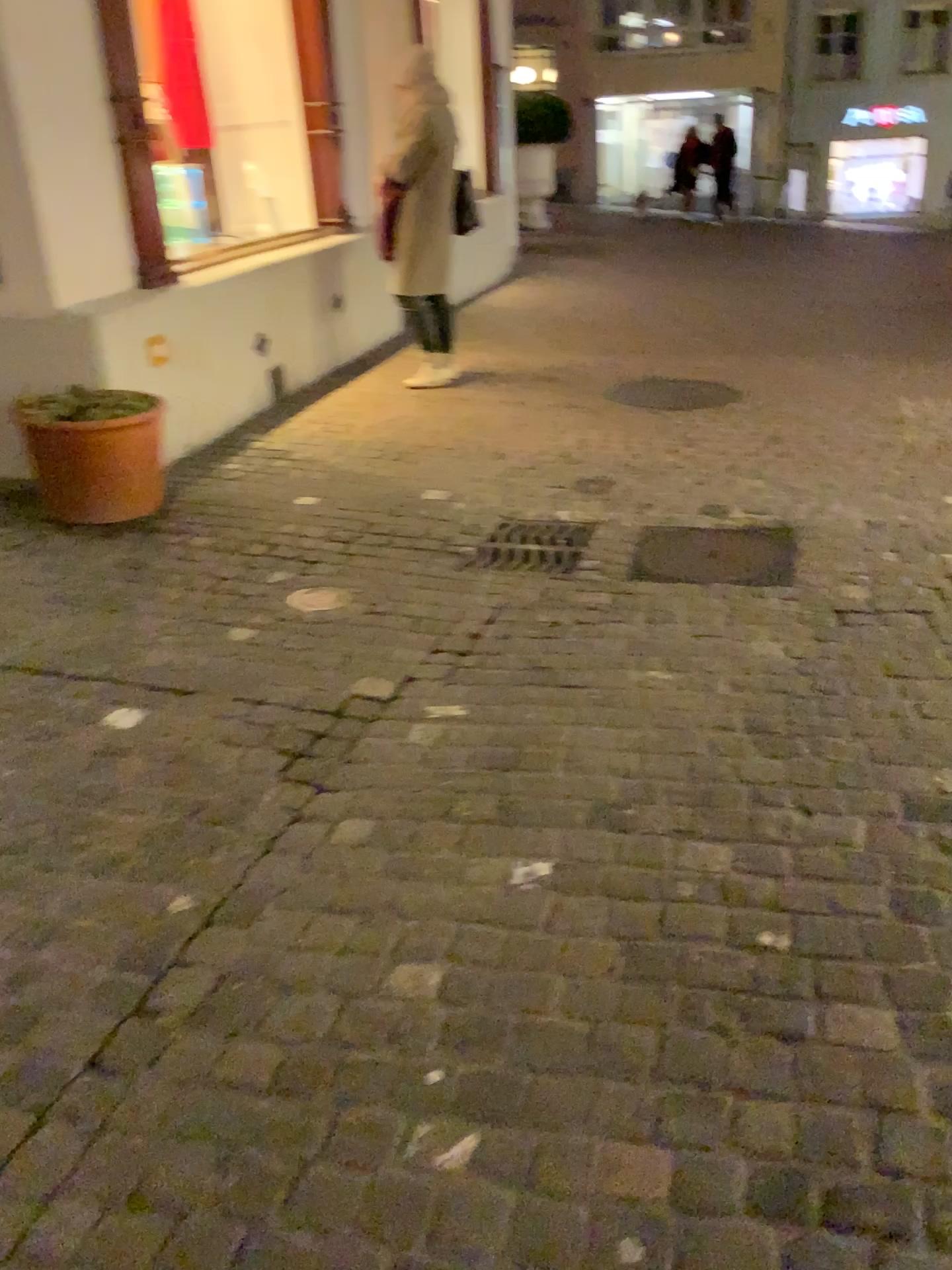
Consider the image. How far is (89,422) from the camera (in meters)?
3.71

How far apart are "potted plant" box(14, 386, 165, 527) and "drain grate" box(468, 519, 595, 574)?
1.3m

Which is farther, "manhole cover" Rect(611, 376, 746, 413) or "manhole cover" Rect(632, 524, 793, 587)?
"manhole cover" Rect(611, 376, 746, 413)

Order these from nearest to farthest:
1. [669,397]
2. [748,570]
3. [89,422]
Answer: [748,570] < [89,422] < [669,397]

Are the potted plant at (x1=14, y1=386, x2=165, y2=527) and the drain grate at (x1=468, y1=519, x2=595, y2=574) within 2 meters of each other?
yes

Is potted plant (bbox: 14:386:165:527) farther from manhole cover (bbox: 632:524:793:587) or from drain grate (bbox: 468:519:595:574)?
manhole cover (bbox: 632:524:793:587)

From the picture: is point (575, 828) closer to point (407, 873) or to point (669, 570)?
point (407, 873)

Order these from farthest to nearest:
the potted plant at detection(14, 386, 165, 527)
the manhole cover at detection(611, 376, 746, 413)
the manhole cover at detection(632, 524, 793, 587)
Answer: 1. the manhole cover at detection(611, 376, 746, 413)
2. the potted plant at detection(14, 386, 165, 527)
3. the manhole cover at detection(632, 524, 793, 587)

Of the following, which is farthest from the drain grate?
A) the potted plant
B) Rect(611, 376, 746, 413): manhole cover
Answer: Rect(611, 376, 746, 413): manhole cover

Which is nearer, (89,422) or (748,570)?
(748,570)
